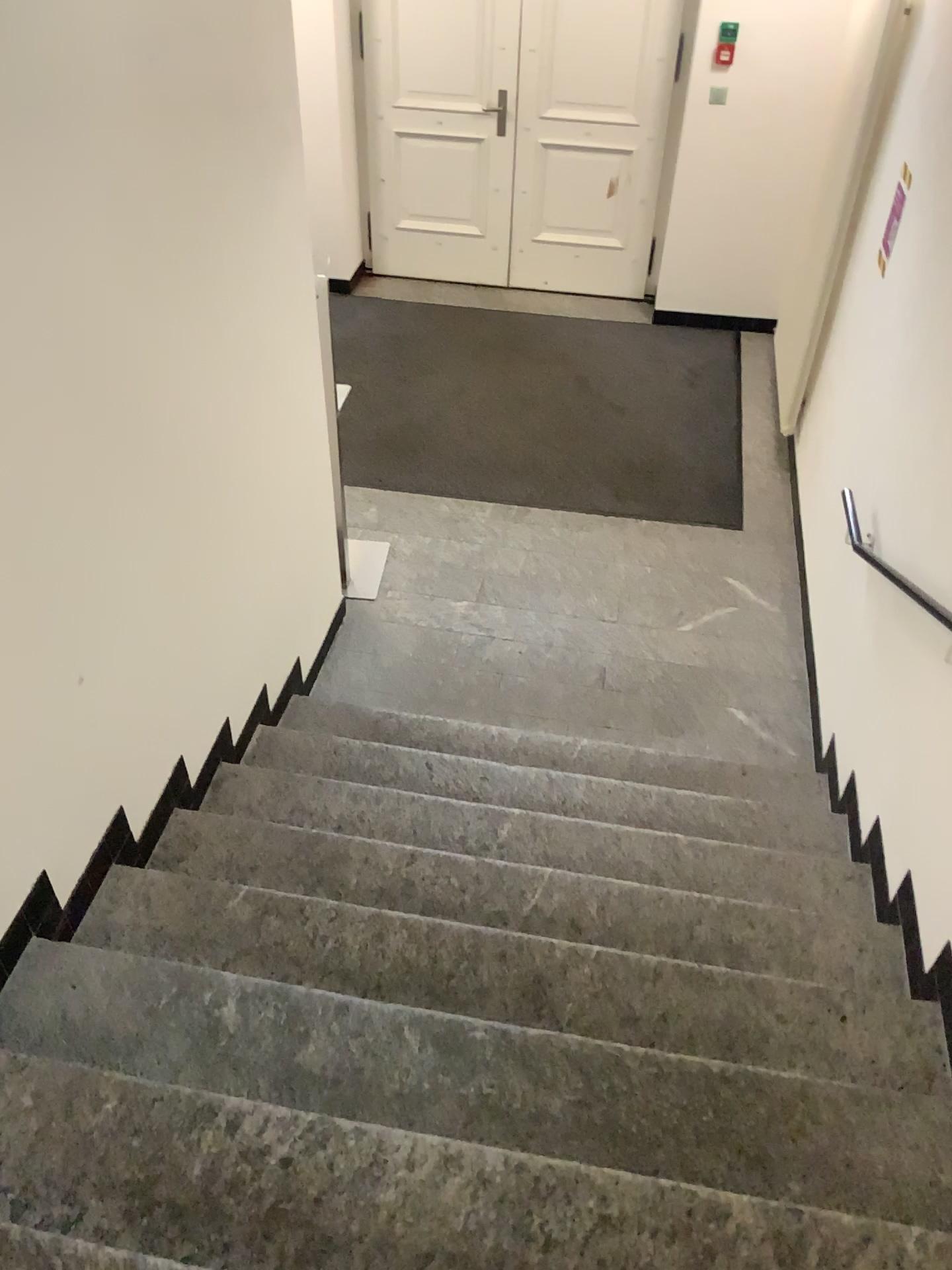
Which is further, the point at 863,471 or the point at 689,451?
the point at 689,451
